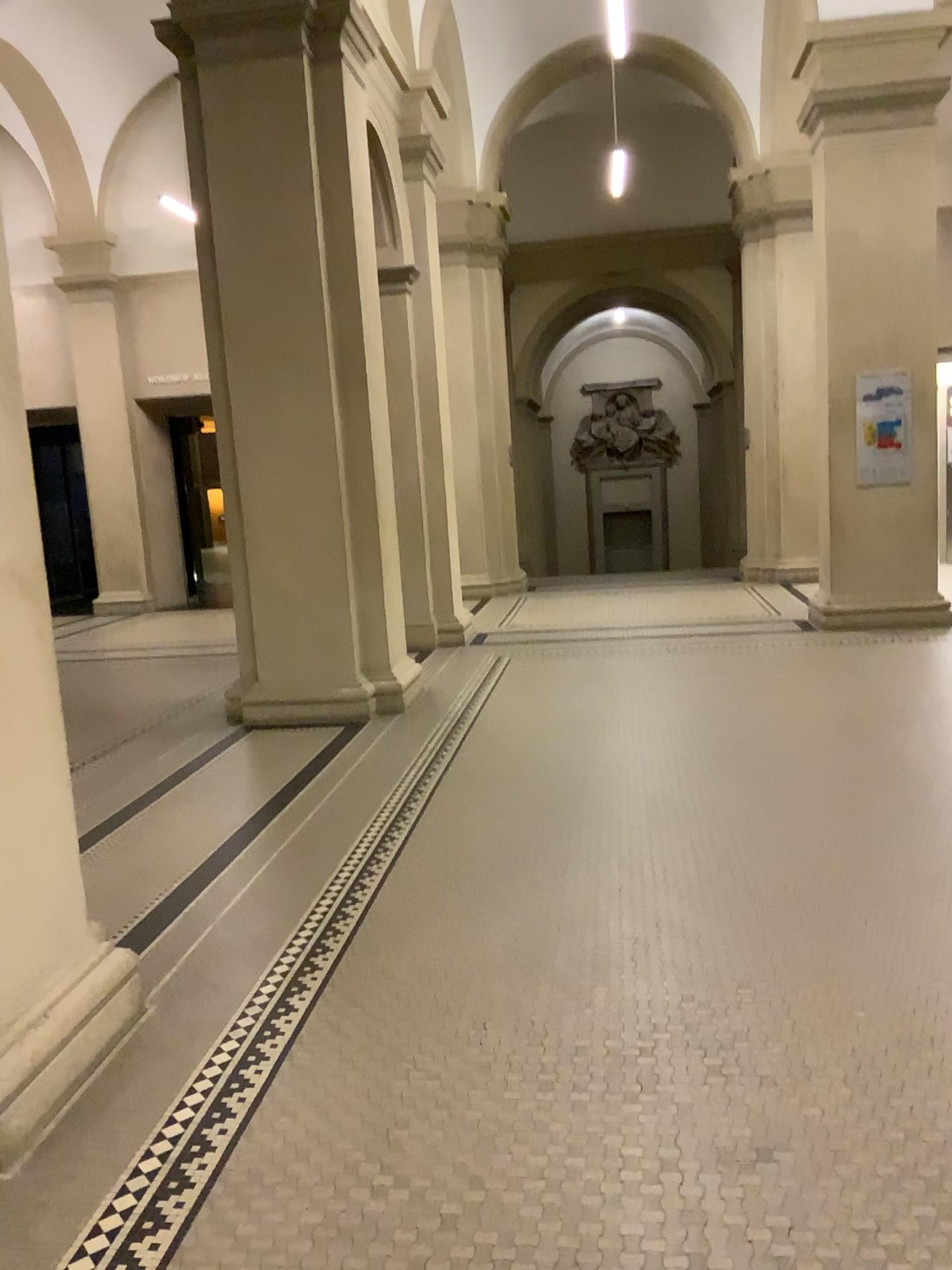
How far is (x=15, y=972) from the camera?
2.52m

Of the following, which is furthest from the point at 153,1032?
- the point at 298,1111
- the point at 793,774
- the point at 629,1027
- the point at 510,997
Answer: the point at 793,774

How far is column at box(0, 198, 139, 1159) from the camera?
2.5m
